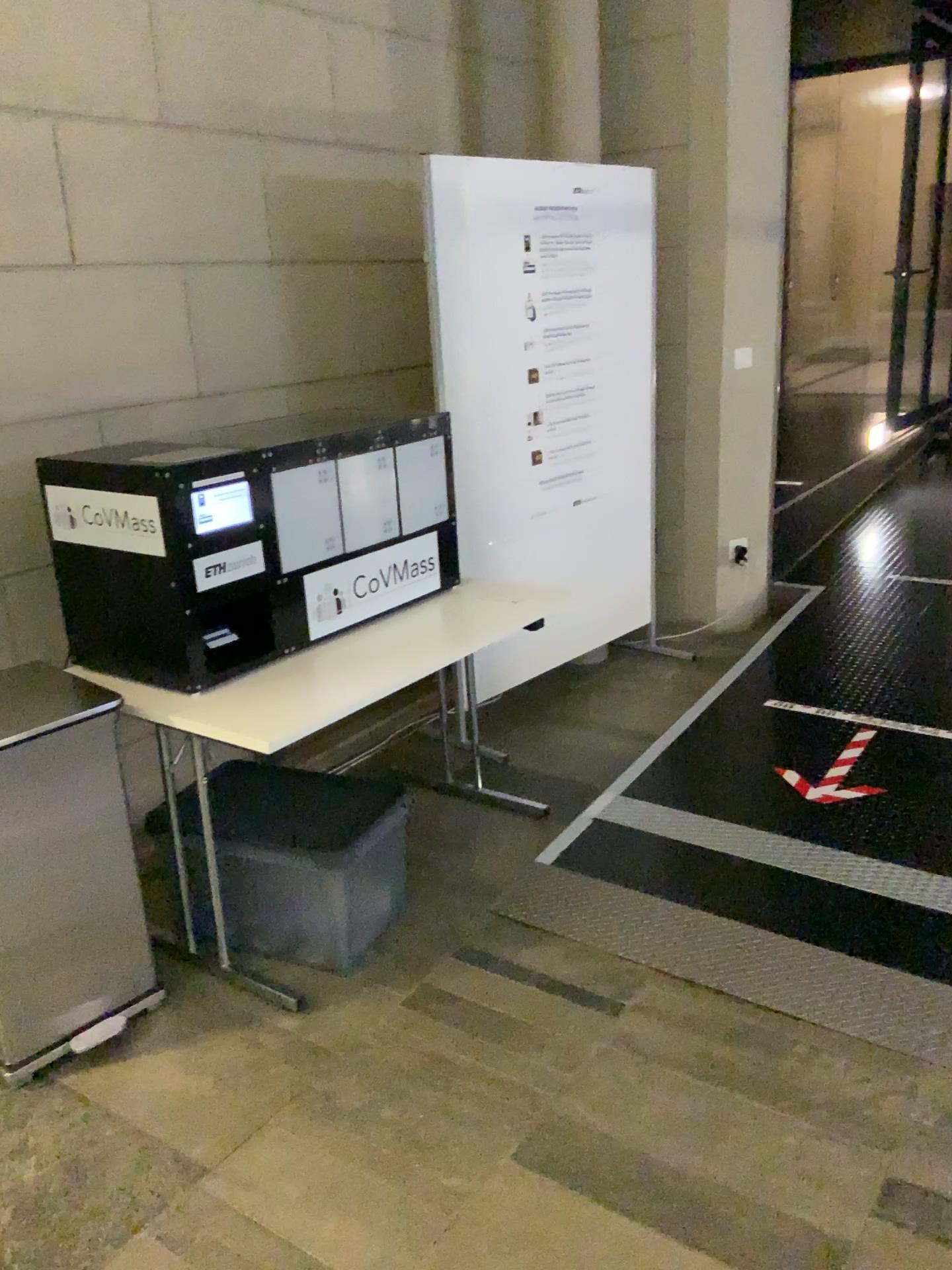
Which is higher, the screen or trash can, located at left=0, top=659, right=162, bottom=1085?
the screen

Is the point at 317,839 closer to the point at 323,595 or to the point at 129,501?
the point at 323,595

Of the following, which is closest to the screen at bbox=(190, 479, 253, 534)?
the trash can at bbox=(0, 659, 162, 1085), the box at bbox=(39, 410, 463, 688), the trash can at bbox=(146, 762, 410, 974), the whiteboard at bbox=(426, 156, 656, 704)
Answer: the box at bbox=(39, 410, 463, 688)

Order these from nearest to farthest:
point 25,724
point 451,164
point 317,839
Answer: point 25,724 < point 317,839 < point 451,164

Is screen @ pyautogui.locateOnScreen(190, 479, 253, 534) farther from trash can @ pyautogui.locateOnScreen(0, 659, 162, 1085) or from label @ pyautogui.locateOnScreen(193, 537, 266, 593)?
trash can @ pyautogui.locateOnScreen(0, 659, 162, 1085)

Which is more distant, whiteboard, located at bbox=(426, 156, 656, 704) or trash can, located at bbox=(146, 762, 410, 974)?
whiteboard, located at bbox=(426, 156, 656, 704)

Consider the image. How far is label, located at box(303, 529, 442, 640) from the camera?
2.7m

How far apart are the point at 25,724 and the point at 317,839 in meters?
0.7 m

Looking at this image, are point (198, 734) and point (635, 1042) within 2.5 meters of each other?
yes

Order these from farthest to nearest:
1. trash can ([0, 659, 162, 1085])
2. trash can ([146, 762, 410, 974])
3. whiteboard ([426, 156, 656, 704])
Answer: whiteboard ([426, 156, 656, 704]), trash can ([146, 762, 410, 974]), trash can ([0, 659, 162, 1085])
